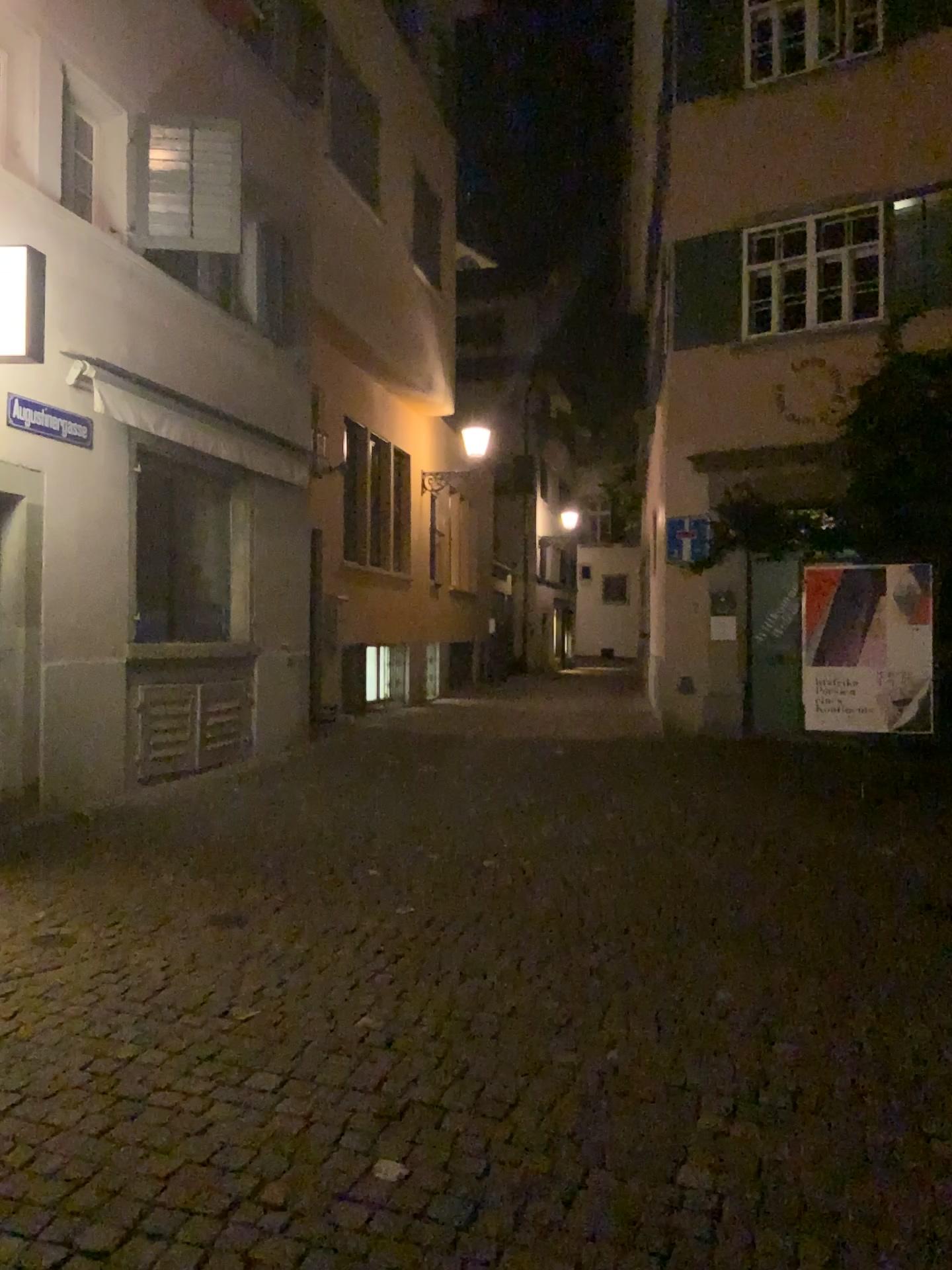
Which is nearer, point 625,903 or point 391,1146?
point 391,1146
